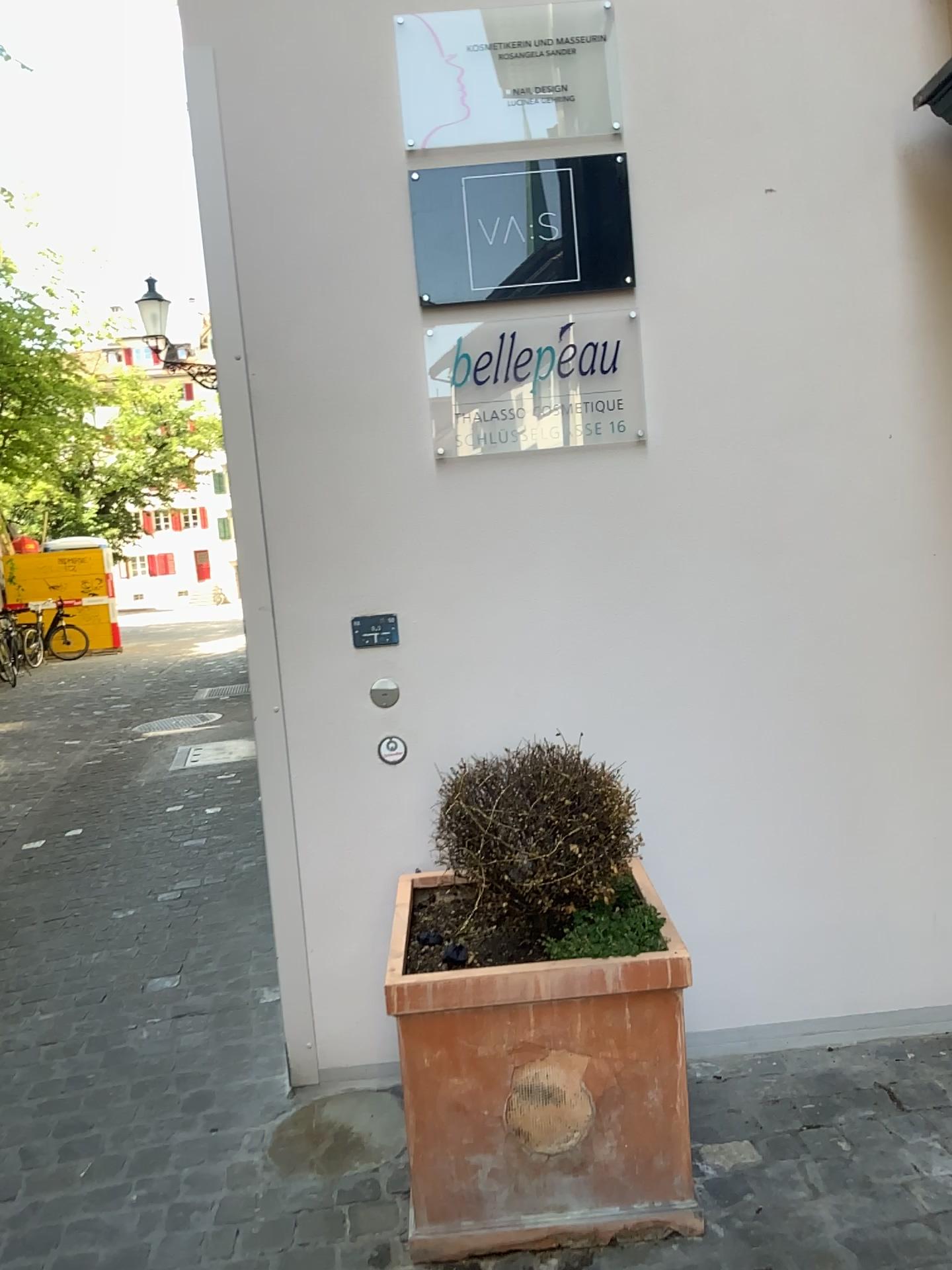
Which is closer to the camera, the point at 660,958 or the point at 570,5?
the point at 660,958

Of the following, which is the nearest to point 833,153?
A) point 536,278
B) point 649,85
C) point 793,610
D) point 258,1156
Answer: point 649,85

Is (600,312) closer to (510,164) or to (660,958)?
(510,164)

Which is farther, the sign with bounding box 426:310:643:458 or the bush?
the sign with bounding box 426:310:643:458

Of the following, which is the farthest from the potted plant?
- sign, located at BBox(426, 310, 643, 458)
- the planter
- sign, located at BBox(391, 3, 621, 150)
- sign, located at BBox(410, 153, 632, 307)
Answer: sign, located at BBox(391, 3, 621, 150)

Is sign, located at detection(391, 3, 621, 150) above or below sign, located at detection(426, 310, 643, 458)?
above

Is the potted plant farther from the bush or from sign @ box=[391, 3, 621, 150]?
sign @ box=[391, 3, 621, 150]

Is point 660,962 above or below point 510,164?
below

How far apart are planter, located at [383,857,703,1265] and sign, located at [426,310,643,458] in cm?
116

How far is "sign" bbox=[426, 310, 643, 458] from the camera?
2.5 meters
